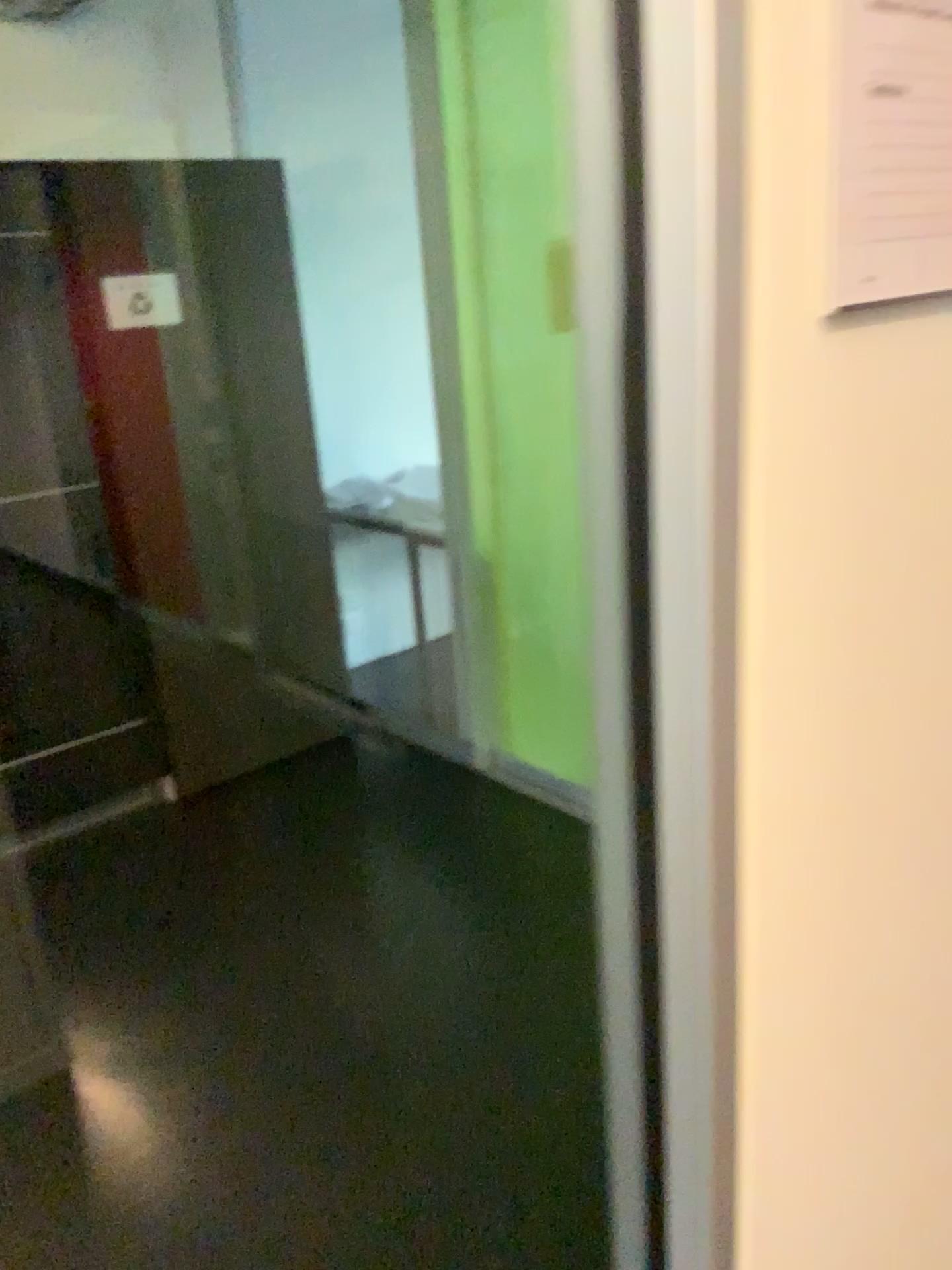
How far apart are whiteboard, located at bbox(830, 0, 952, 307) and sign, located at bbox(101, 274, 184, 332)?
2.7 meters

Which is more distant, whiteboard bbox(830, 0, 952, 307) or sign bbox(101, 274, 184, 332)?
sign bbox(101, 274, 184, 332)

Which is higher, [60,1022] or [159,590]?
[159,590]

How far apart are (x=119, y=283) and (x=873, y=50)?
2.7m

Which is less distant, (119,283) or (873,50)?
(873,50)

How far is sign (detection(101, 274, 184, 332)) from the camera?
3.0 meters

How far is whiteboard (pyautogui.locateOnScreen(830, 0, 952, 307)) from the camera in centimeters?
57cm

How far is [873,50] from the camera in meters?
0.6 m
